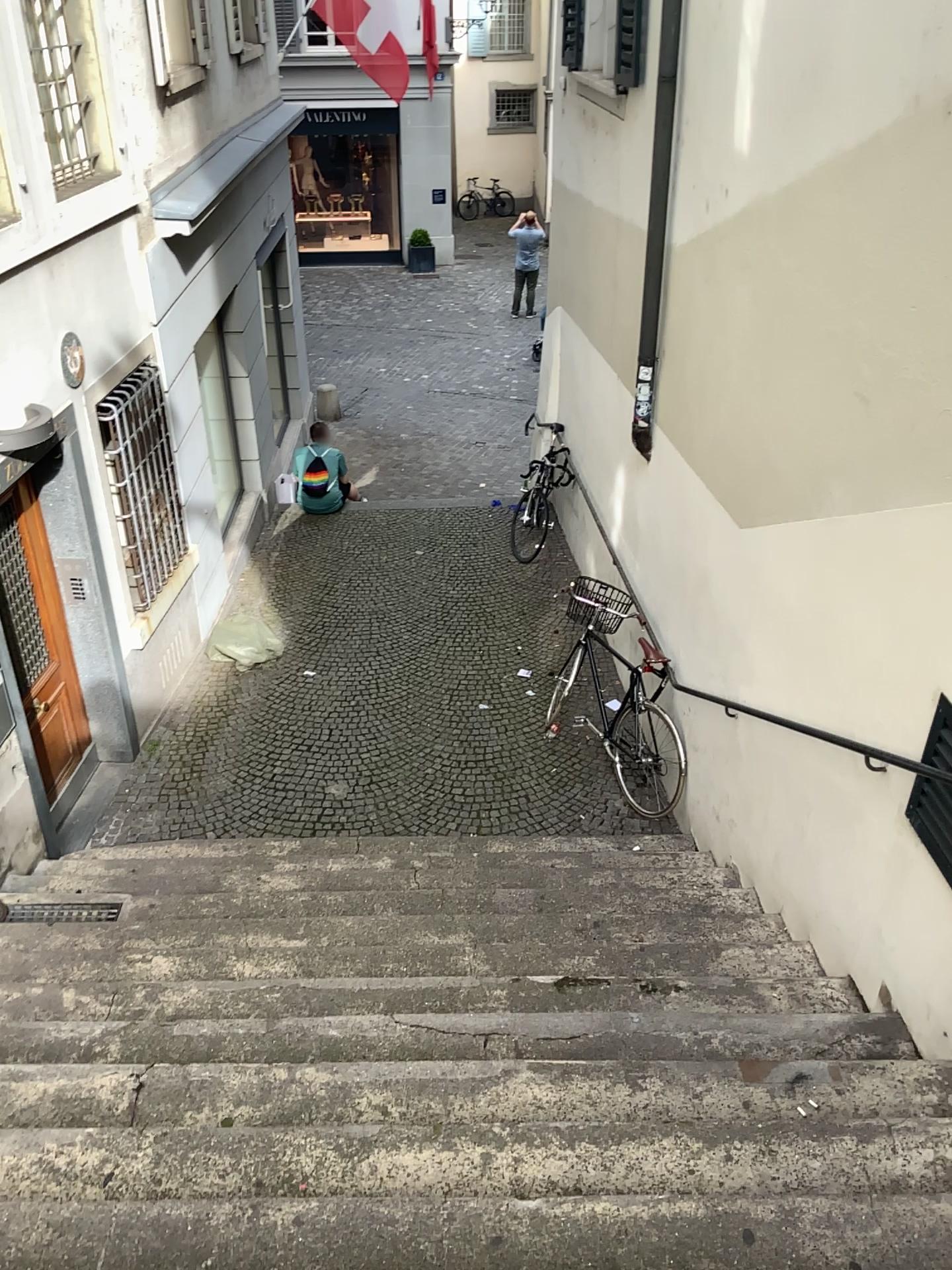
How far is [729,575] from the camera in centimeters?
500cm
